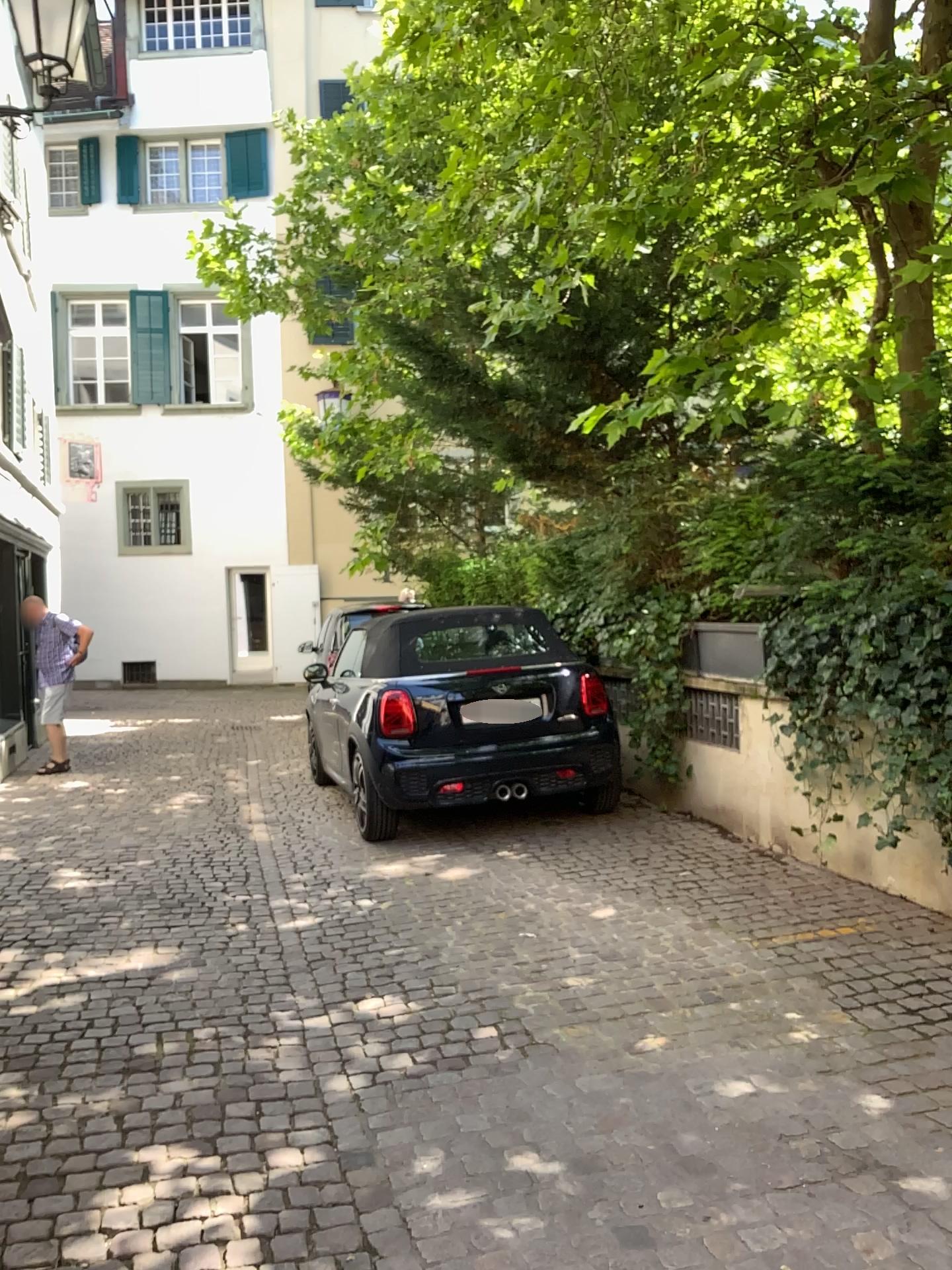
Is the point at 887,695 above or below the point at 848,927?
above
